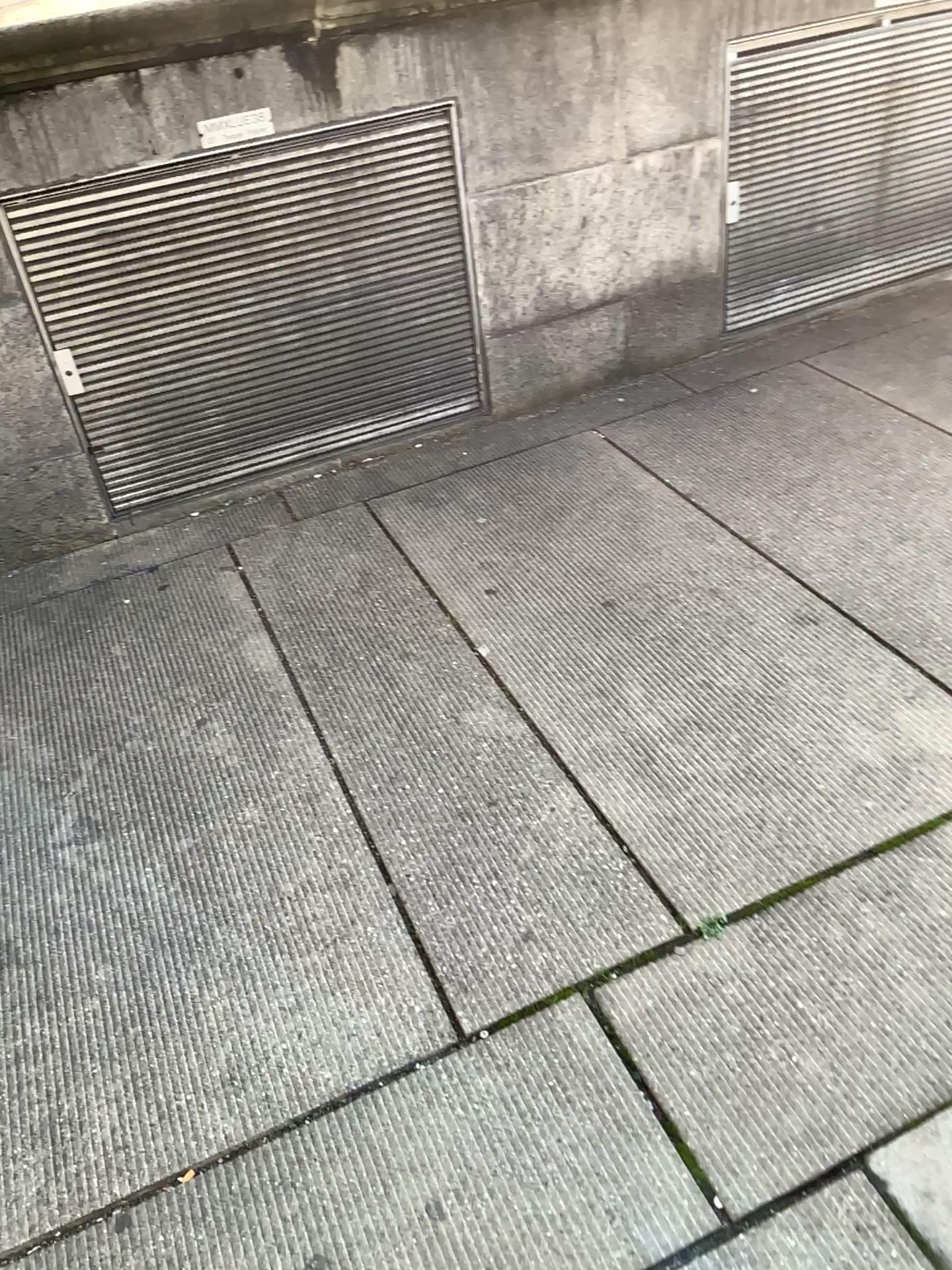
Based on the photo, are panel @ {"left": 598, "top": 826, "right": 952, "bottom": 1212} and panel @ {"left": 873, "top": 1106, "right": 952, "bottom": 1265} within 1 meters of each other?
yes

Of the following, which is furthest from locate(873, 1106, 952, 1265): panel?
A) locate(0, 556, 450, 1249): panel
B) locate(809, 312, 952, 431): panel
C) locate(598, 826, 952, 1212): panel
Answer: locate(809, 312, 952, 431): panel

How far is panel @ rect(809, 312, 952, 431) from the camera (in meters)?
3.07

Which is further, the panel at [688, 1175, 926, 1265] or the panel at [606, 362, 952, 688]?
the panel at [606, 362, 952, 688]

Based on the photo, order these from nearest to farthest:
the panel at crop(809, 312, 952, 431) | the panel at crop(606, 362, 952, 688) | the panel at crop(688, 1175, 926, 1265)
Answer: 1. the panel at crop(688, 1175, 926, 1265)
2. the panel at crop(606, 362, 952, 688)
3. the panel at crop(809, 312, 952, 431)

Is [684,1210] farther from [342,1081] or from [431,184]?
[431,184]

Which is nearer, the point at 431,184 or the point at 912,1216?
the point at 912,1216

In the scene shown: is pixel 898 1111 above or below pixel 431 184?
below

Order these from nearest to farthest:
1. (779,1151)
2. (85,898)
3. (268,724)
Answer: (779,1151) → (85,898) → (268,724)

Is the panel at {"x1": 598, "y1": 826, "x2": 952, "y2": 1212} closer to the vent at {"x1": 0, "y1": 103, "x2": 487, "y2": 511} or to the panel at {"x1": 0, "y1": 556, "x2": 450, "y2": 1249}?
the panel at {"x1": 0, "y1": 556, "x2": 450, "y2": 1249}
